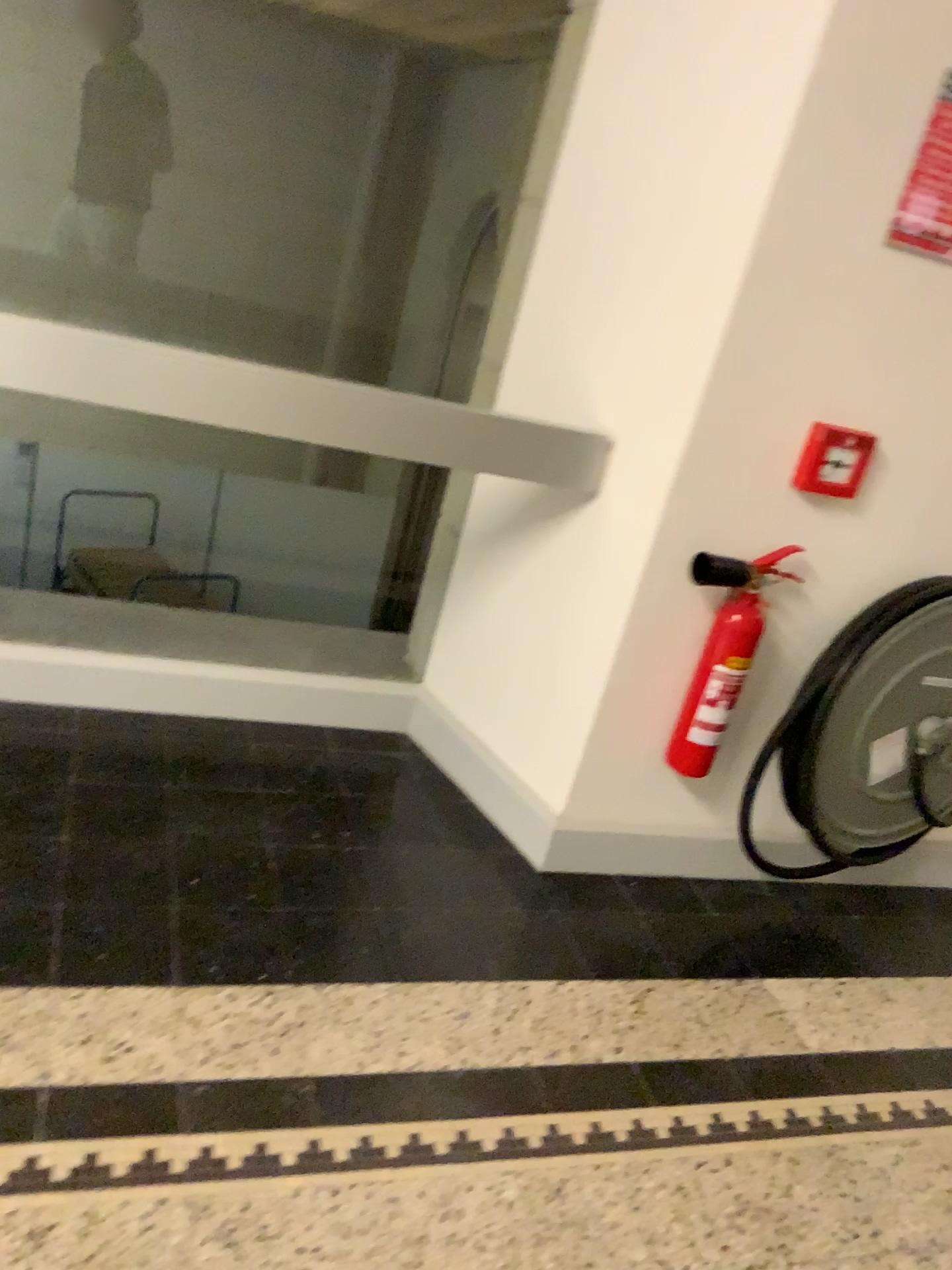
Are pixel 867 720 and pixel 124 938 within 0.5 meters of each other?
no

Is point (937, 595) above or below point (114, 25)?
below

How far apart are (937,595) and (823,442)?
0.4 meters

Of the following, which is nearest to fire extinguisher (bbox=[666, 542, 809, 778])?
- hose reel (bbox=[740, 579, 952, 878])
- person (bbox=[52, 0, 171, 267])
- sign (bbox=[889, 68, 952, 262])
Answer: hose reel (bbox=[740, 579, 952, 878])

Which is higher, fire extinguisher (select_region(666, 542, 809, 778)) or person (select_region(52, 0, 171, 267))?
person (select_region(52, 0, 171, 267))

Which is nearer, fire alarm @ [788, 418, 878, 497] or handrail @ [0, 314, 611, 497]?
handrail @ [0, 314, 611, 497]

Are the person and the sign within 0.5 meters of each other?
no

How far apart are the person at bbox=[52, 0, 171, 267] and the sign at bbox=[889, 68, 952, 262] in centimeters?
144cm

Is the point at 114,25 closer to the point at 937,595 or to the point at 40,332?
the point at 40,332

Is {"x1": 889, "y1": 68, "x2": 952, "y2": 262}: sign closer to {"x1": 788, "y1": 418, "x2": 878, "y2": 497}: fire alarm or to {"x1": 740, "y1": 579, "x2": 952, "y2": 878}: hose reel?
{"x1": 788, "y1": 418, "x2": 878, "y2": 497}: fire alarm
